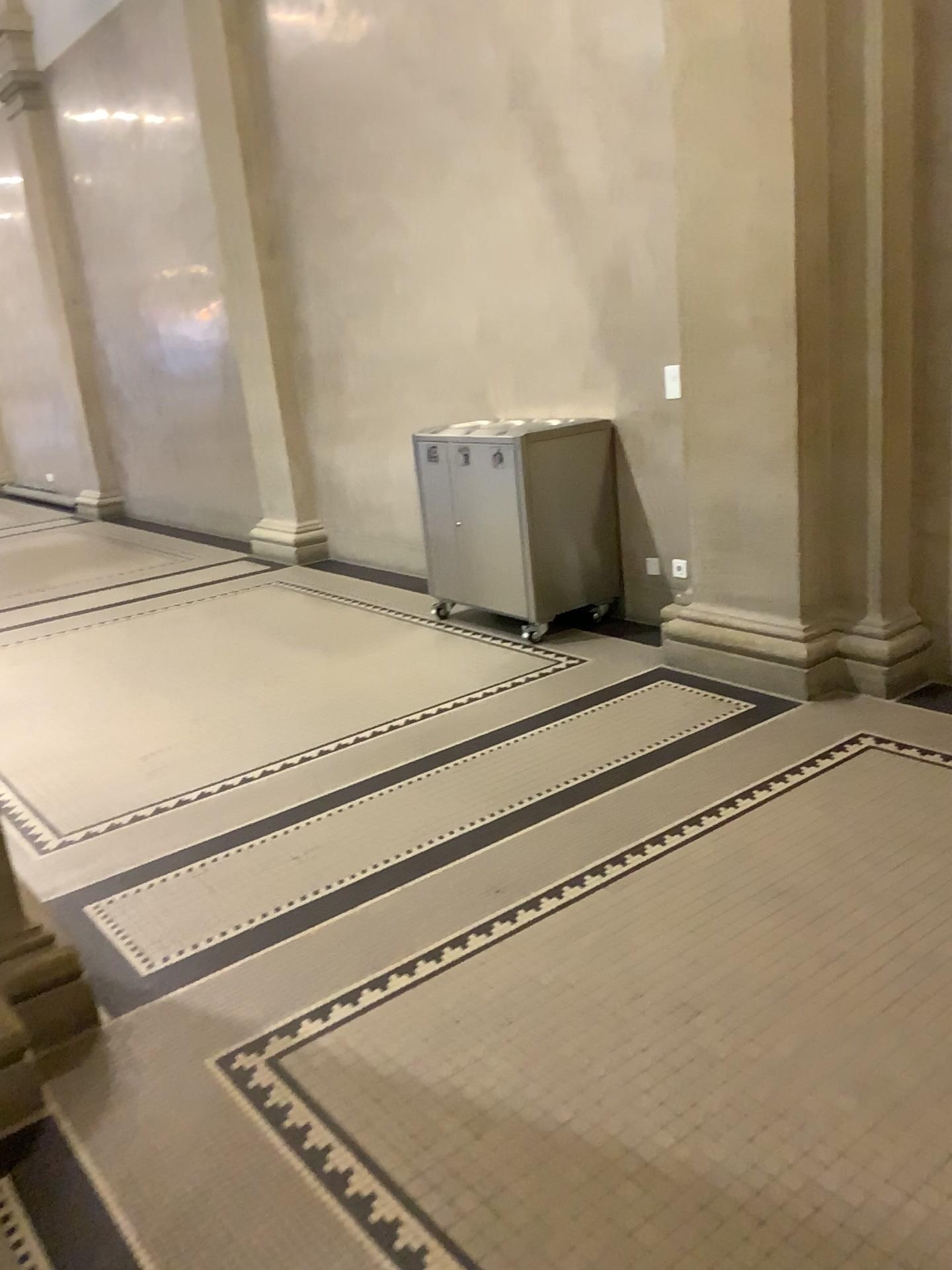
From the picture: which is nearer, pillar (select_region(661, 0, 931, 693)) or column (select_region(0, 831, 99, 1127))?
column (select_region(0, 831, 99, 1127))

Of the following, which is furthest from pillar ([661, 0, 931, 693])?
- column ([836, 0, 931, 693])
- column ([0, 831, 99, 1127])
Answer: column ([0, 831, 99, 1127])

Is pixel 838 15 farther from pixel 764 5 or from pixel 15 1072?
pixel 15 1072

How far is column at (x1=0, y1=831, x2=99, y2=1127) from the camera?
2.1 meters

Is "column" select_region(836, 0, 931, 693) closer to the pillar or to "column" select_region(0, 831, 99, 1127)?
the pillar

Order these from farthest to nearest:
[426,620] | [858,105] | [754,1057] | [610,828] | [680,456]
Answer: [426,620]
[680,456]
[858,105]
[610,828]
[754,1057]

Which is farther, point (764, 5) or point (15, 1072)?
point (764, 5)

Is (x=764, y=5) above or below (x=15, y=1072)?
above
